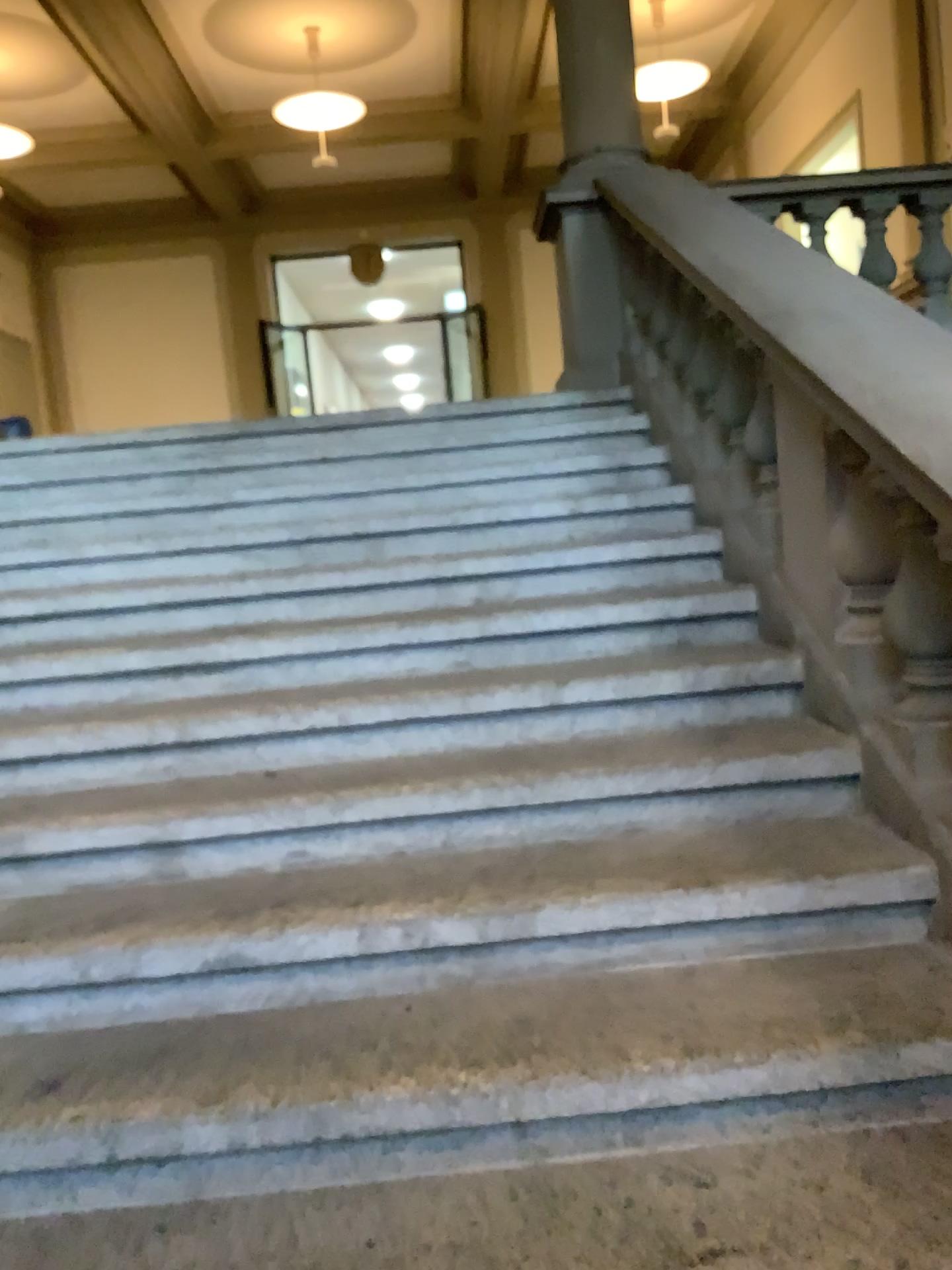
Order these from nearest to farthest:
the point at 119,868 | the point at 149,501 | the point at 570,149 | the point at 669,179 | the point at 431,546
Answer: the point at 119,868
the point at 431,546
the point at 149,501
the point at 669,179
the point at 570,149
